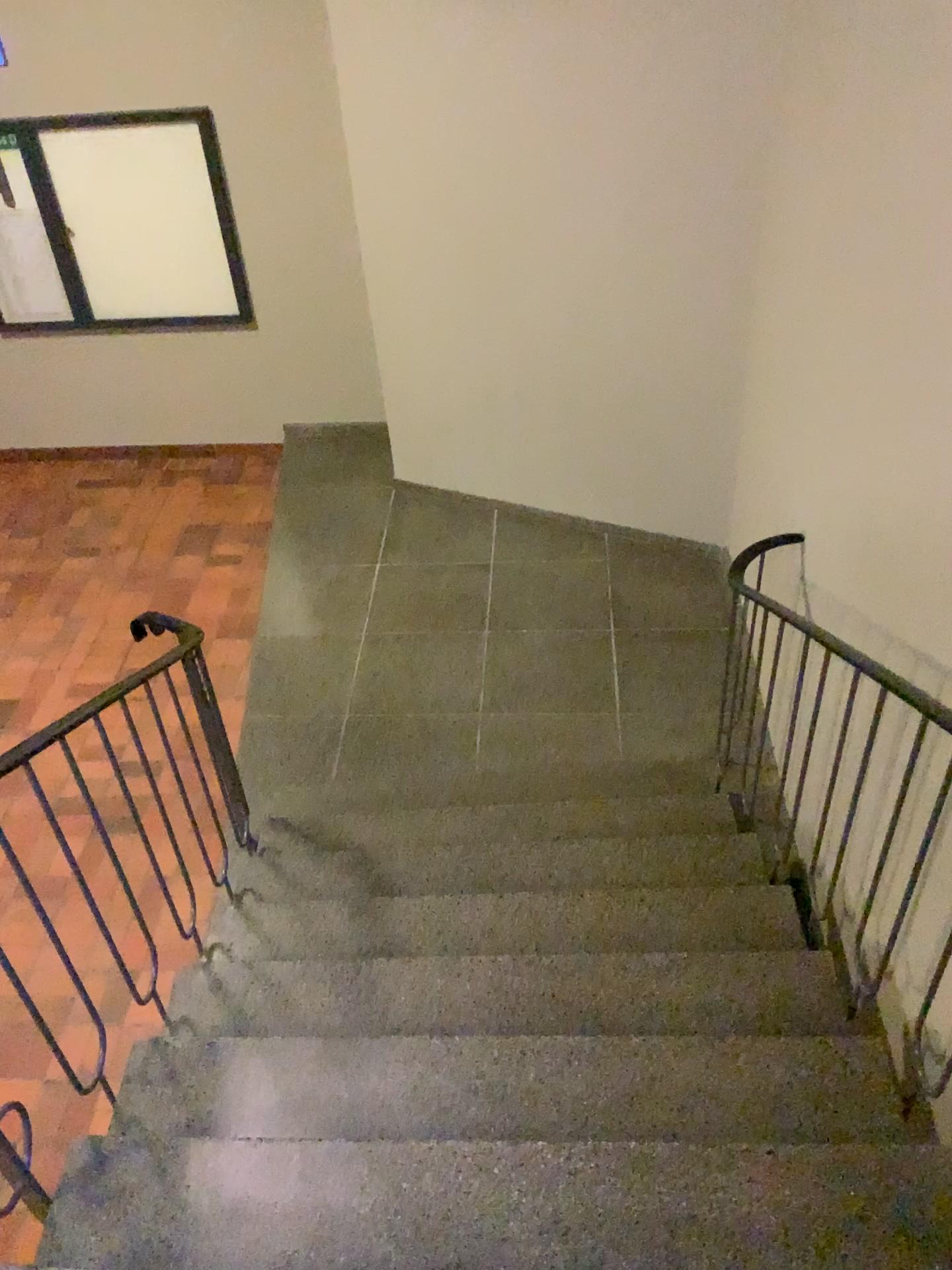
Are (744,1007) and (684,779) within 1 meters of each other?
no

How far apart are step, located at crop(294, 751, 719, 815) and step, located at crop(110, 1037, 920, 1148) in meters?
1.5

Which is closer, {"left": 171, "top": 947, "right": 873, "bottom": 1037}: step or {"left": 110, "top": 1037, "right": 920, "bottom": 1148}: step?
{"left": 110, "top": 1037, "right": 920, "bottom": 1148}: step

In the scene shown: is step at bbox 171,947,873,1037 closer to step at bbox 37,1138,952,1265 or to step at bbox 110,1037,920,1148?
step at bbox 110,1037,920,1148

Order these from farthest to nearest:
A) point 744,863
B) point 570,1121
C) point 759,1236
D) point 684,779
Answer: point 684,779
point 744,863
point 570,1121
point 759,1236

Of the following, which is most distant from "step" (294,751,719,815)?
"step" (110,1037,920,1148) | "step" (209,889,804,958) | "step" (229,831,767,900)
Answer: "step" (110,1037,920,1148)

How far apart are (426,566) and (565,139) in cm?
211

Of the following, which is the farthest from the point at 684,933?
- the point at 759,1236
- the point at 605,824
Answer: the point at 759,1236

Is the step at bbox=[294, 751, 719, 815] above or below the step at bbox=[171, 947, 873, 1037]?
below

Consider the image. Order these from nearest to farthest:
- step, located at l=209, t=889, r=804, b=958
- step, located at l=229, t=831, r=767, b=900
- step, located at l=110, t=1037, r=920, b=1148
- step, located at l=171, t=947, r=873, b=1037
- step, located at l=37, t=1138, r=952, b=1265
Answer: step, located at l=37, t=1138, r=952, b=1265 < step, located at l=110, t=1037, r=920, b=1148 < step, located at l=171, t=947, r=873, b=1037 < step, located at l=209, t=889, r=804, b=958 < step, located at l=229, t=831, r=767, b=900
